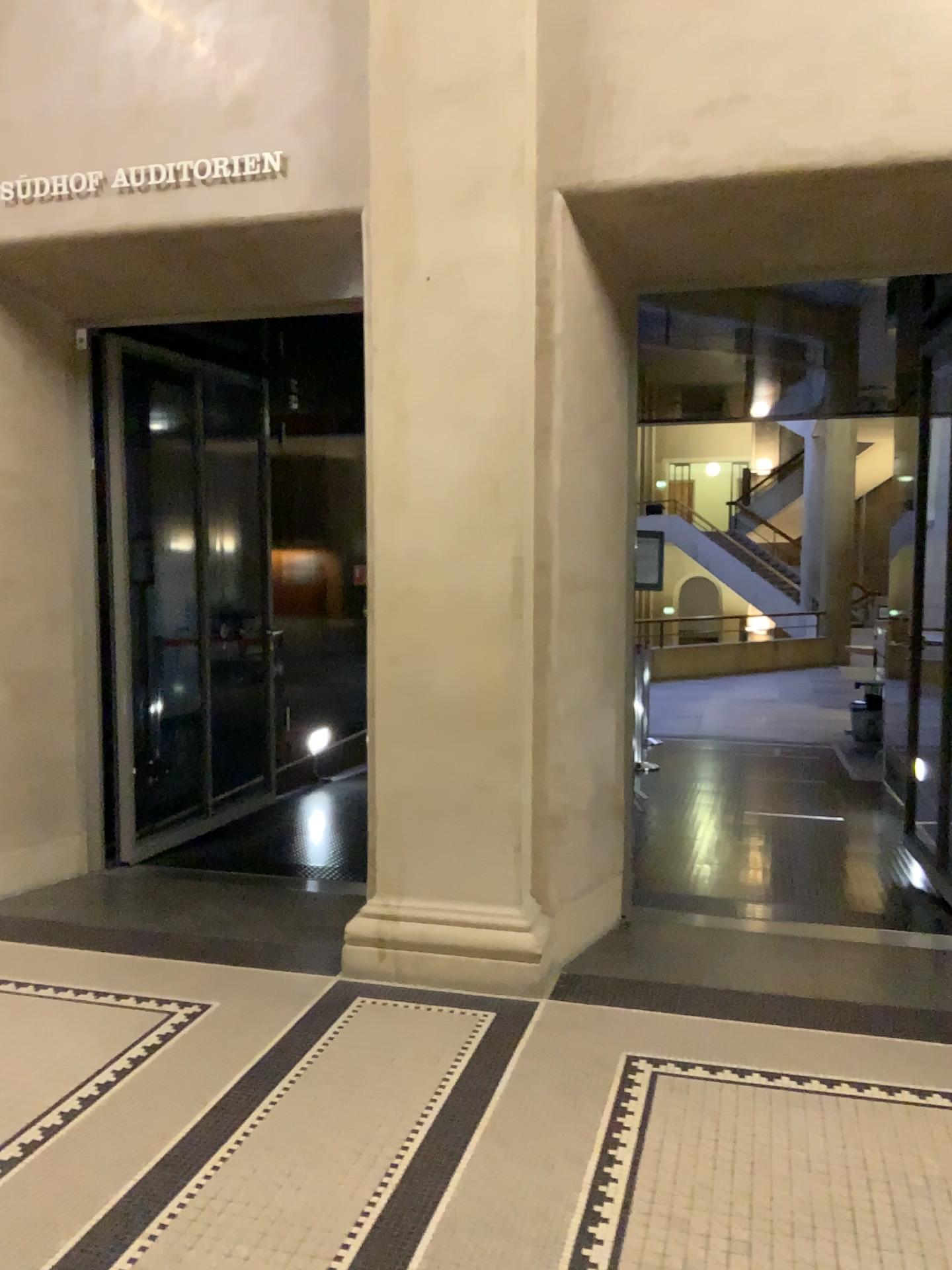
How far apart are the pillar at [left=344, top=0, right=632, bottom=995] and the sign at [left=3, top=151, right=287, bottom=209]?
0.4 meters

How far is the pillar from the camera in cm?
354

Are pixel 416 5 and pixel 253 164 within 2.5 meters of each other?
yes

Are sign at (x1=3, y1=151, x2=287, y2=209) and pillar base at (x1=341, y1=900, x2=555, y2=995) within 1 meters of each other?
no

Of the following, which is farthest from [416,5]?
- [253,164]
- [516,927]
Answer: [516,927]

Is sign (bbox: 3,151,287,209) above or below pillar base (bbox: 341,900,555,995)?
above

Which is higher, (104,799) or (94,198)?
(94,198)

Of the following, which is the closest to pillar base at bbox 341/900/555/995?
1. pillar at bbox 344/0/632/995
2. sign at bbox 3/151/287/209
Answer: pillar at bbox 344/0/632/995

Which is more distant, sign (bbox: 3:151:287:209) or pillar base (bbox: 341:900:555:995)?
sign (bbox: 3:151:287:209)

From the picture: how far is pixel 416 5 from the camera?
3.5 meters
